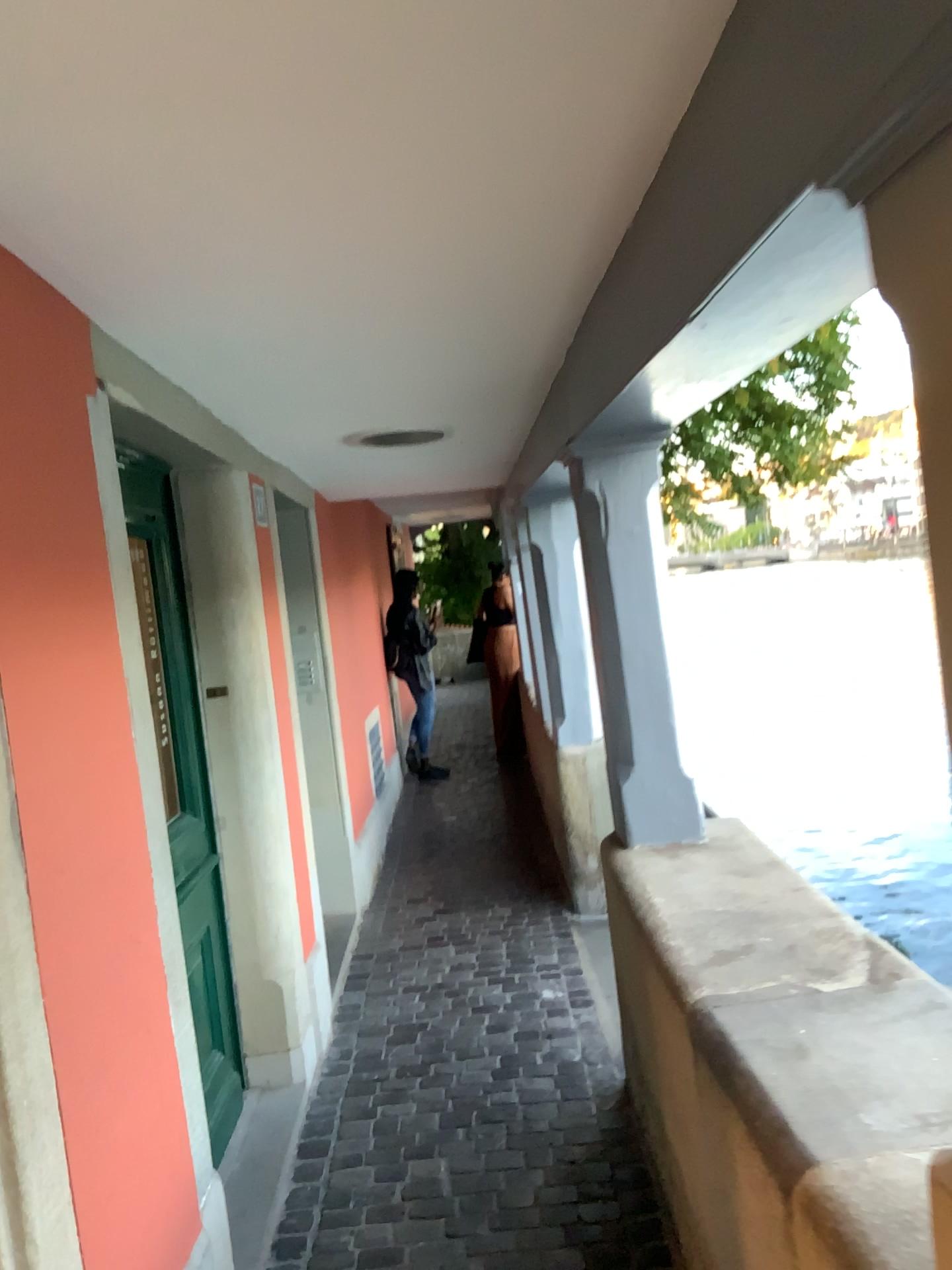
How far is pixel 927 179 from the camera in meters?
0.8 m

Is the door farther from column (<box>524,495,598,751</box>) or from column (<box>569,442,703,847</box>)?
column (<box>524,495,598,751</box>)

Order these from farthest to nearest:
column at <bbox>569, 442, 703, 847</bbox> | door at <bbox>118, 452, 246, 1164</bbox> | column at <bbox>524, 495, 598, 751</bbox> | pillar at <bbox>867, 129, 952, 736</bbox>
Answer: column at <bbox>524, 495, 598, 751</bbox>, column at <bbox>569, 442, 703, 847</bbox>, door at <bbox>118, 452, 246, 1164</bbox>, pillar at <bbox>867, 129, 952, 736</bbox>

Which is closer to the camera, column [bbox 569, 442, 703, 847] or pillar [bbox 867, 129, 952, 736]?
pillar [bbox 867, 129, 952, 736]

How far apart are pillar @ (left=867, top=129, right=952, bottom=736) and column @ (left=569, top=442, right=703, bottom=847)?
1.9 meters

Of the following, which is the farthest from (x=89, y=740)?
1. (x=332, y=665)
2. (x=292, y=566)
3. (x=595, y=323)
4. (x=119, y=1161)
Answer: (x=332, y=665)

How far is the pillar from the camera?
0.8m

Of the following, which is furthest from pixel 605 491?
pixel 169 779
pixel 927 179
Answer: pixel 927 179

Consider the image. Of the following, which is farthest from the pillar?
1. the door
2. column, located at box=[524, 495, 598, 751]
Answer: column, located at box=[524, 495, 598, 751]

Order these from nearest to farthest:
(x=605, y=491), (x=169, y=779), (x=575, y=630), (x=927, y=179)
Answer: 1. (x=927, y=179)
2. (x=169, y=779)
3. (x=605, y=491)
4. (x=575, y=630)
